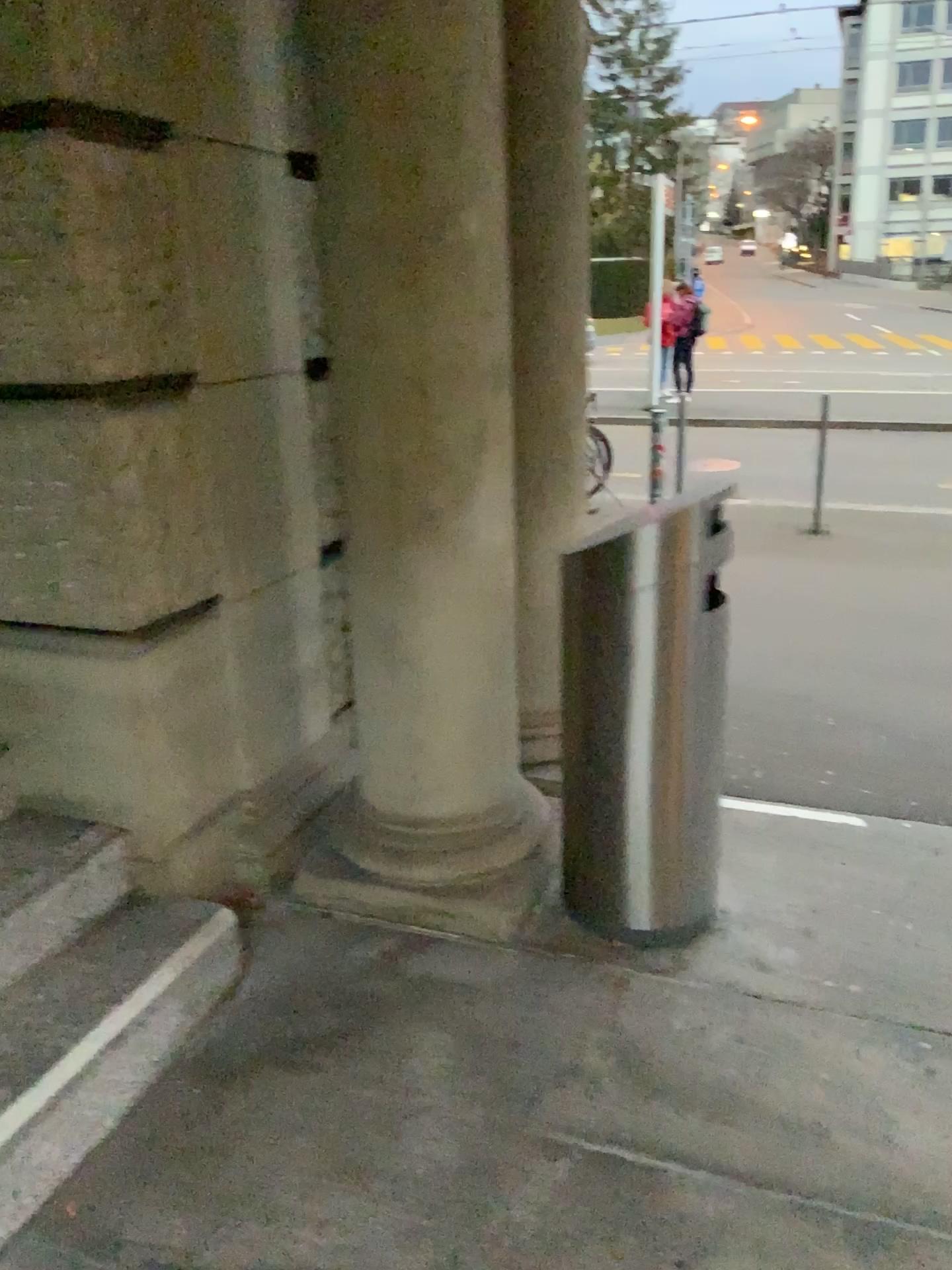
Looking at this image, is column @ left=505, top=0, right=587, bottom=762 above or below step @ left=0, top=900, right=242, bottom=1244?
above

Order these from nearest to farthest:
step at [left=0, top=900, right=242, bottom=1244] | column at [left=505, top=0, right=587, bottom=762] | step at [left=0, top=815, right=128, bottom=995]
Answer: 1. step at [left=0, top=900, right=242, bottom=1244]
2. step at [left=0, top=815, right=128, bottom=995]
3. column at [left=505, top=0, right=587, bottom=762]

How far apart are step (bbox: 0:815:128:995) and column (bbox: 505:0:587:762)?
1.0 meters

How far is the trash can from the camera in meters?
2.2 m

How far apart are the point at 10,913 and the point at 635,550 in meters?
1.5 m

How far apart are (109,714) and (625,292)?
1.8m

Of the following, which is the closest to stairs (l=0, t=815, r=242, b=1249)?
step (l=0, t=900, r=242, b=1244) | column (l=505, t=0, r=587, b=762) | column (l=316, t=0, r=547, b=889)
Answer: step (l=0, t=900, r=242, b=1244)

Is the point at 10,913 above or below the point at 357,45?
below

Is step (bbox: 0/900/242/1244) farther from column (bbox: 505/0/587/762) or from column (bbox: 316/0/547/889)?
column (bbox: 505/0/587/762)

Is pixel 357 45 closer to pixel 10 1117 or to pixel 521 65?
pixel 521 65
